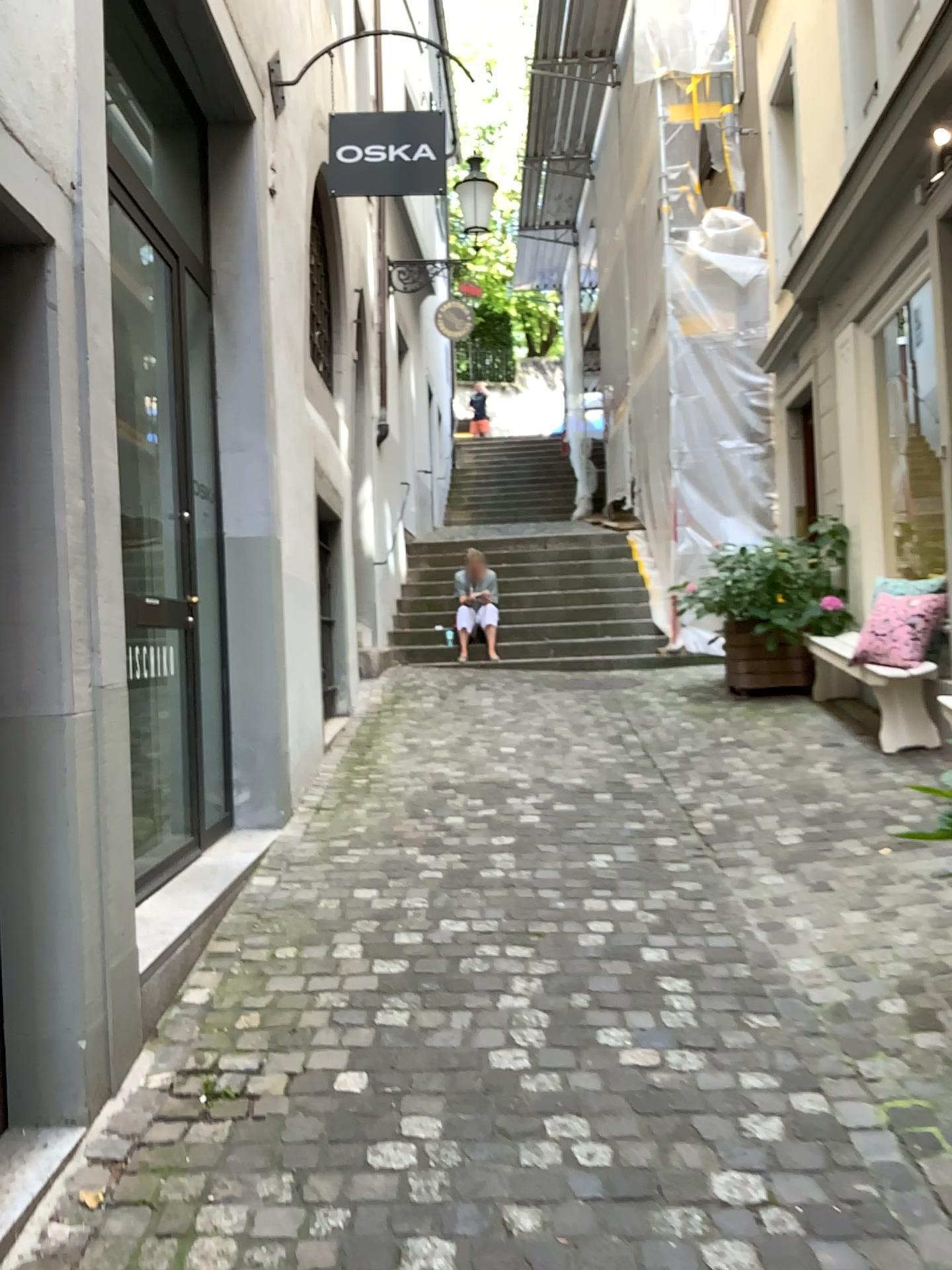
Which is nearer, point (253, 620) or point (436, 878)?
point (436, 878)
